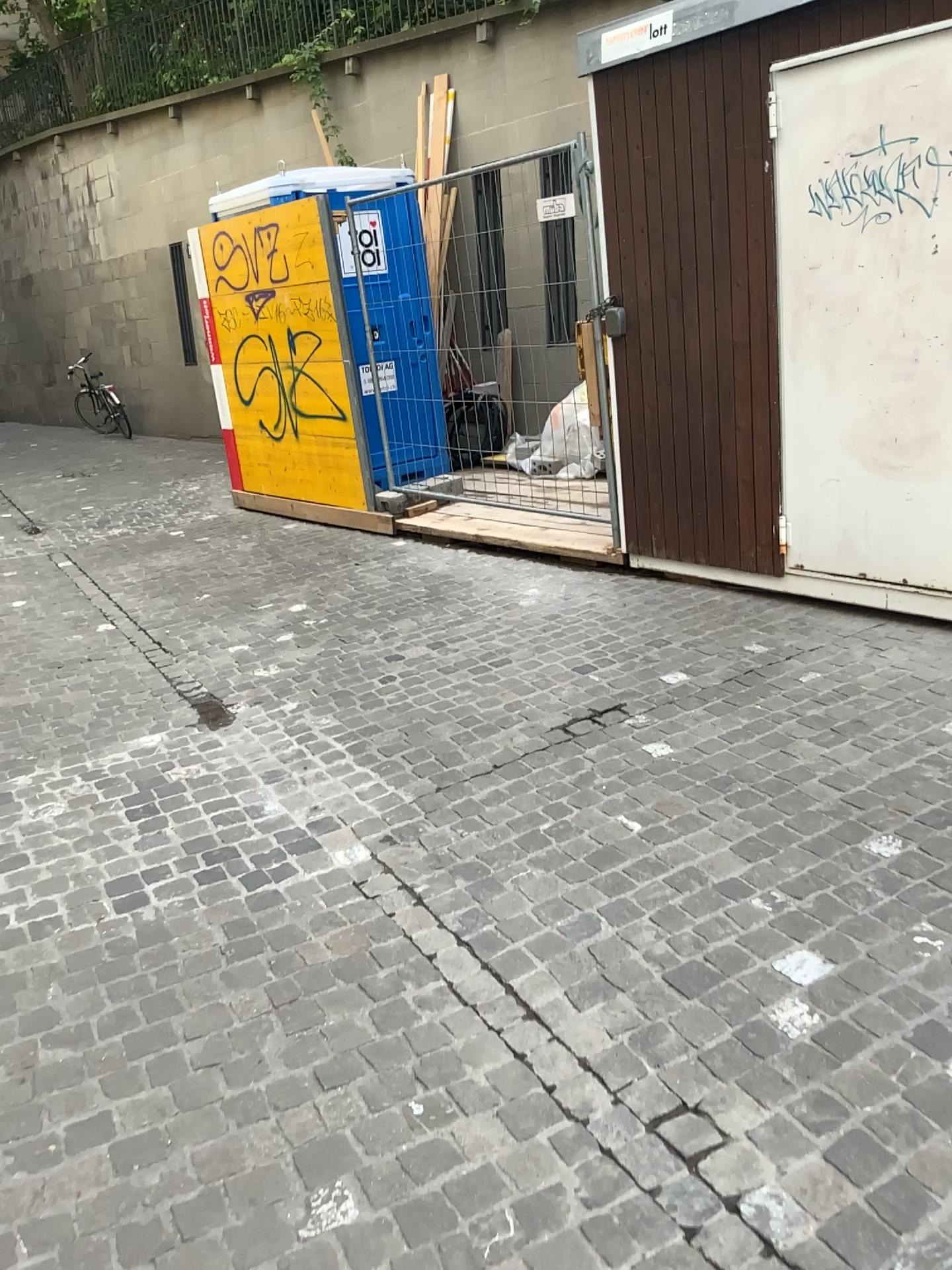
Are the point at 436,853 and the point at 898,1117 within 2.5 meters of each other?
yes
